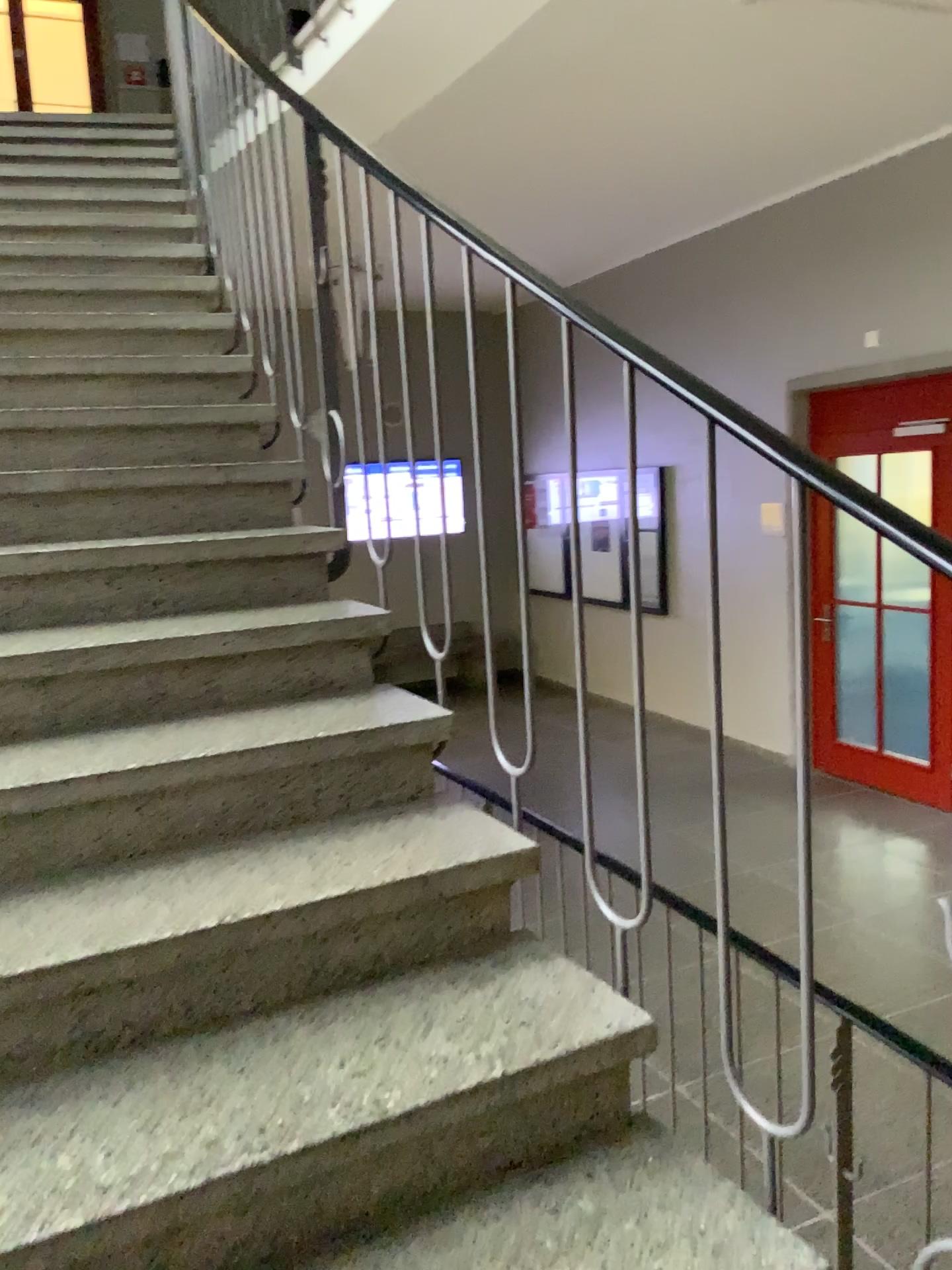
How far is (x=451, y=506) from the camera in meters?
1.9 m

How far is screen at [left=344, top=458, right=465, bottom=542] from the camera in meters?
1.9

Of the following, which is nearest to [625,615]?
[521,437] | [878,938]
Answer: [521,437]
